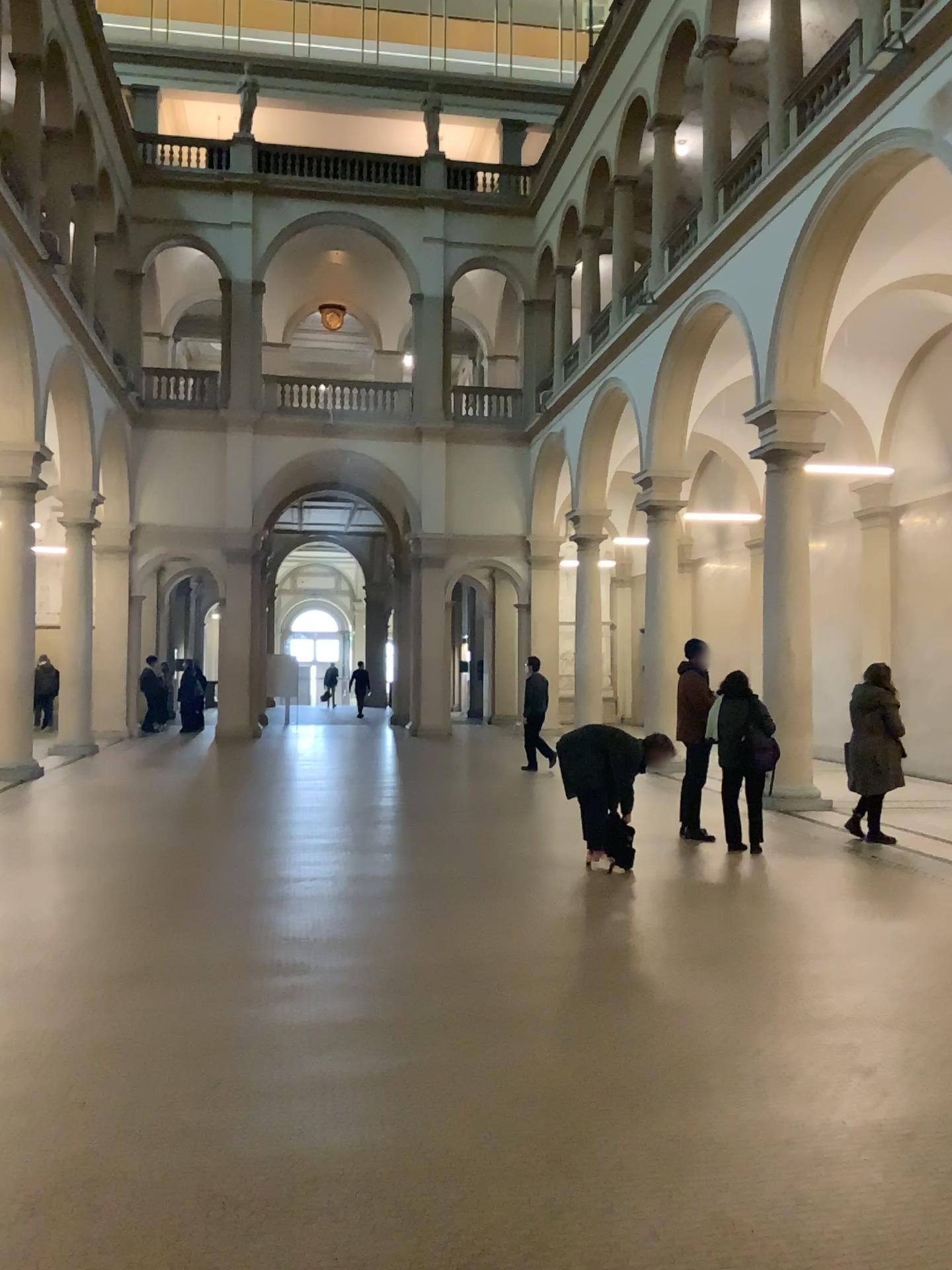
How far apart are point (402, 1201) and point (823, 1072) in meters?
1.9
